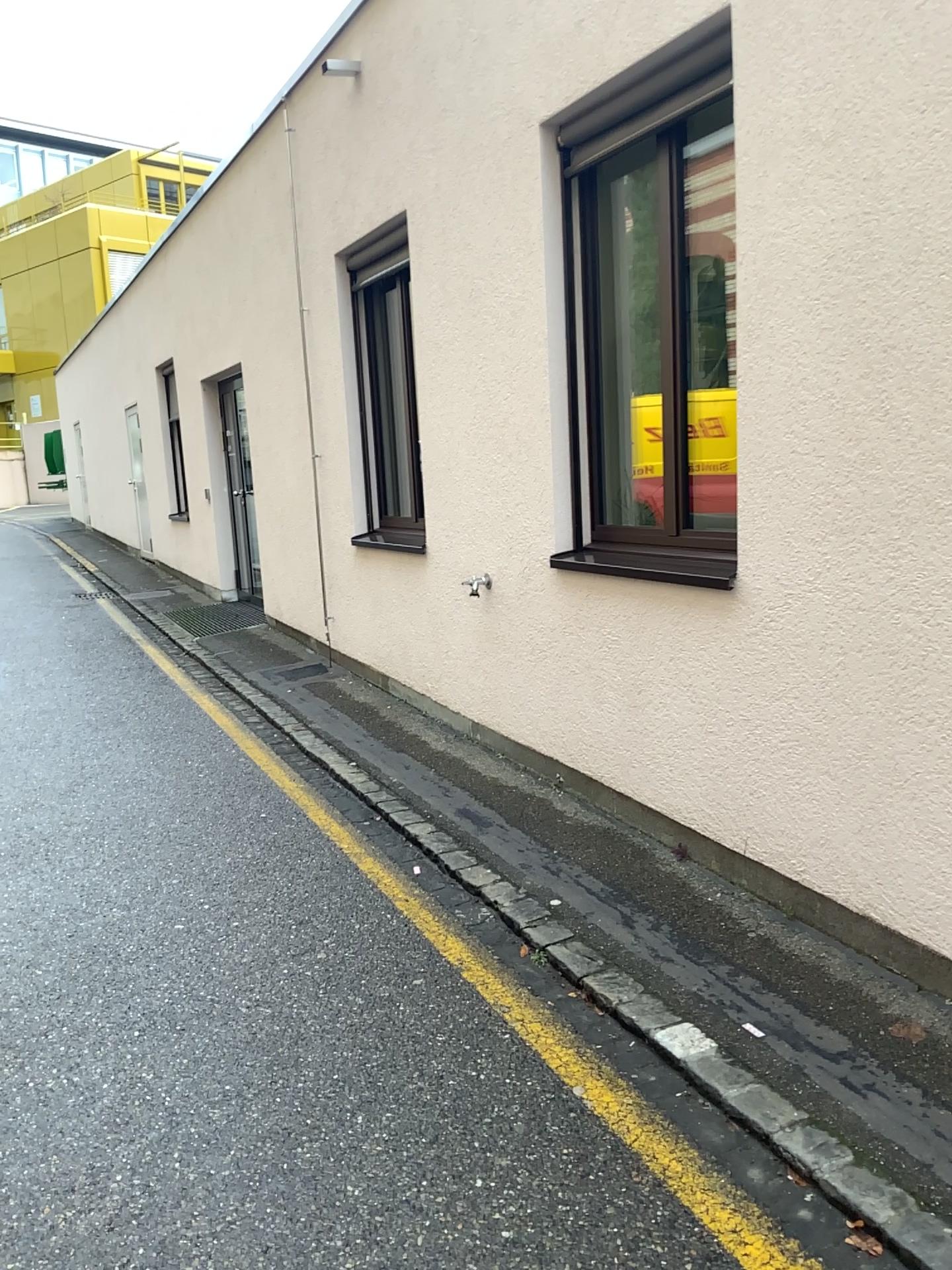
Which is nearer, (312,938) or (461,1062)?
(461,1062)

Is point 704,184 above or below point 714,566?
above
